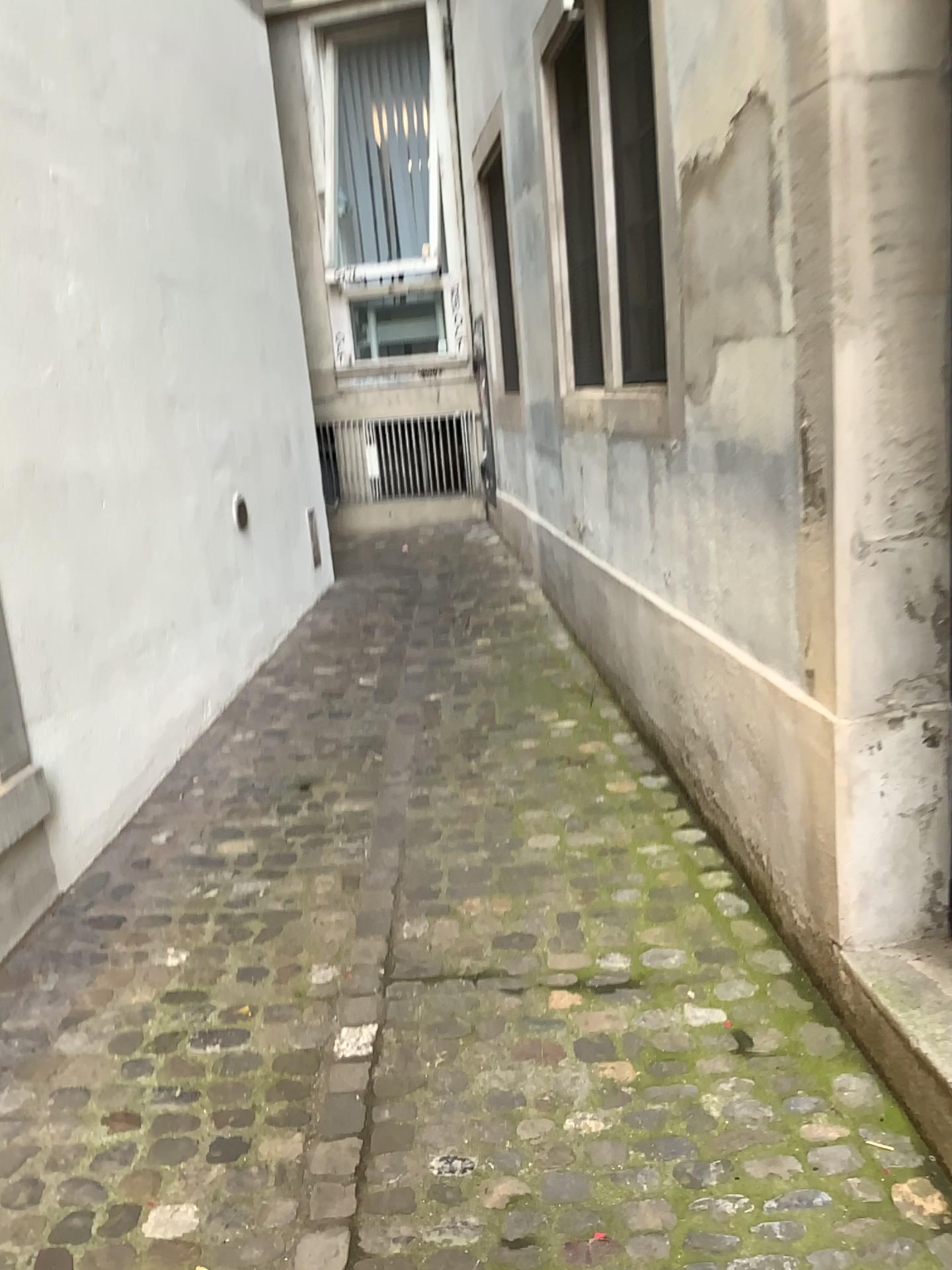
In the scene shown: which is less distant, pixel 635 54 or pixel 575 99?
pixel 635 54

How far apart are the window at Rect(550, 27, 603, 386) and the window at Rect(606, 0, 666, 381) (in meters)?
0.55

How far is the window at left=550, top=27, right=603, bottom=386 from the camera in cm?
392

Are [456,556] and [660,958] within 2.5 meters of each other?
no

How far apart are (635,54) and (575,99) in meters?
1.0 m

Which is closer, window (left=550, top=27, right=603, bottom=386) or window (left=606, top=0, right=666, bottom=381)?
window (left=606, top=0, right=666, bottom=381)

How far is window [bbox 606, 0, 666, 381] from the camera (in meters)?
2.98

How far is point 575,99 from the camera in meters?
3.9 m
